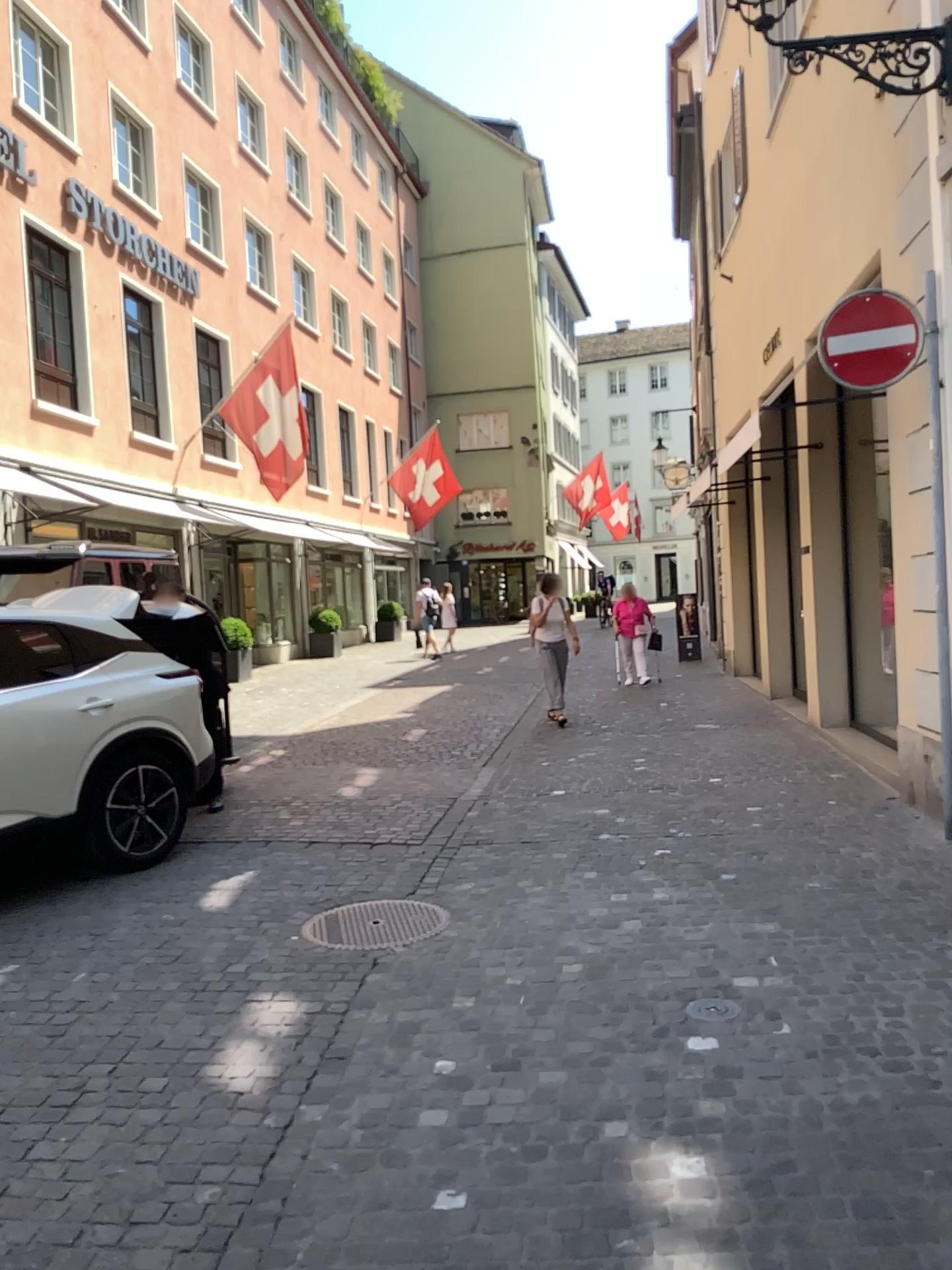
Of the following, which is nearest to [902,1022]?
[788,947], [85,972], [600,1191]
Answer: [788,947]
